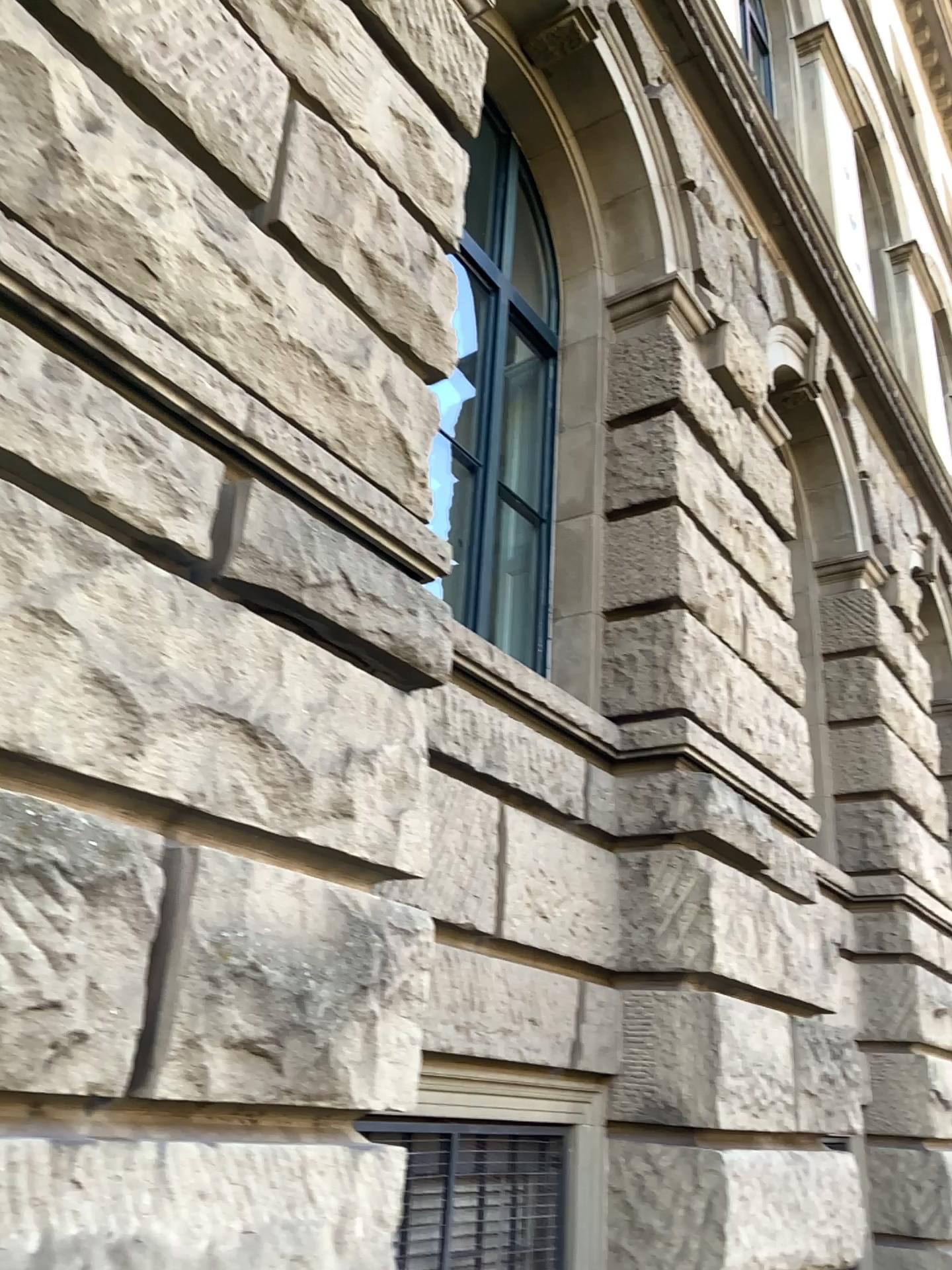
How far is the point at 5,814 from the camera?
1.7m

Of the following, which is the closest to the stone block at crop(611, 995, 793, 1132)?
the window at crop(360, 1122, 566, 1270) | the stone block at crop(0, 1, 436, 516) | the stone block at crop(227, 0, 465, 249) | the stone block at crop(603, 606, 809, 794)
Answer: the window at crop(360, 1122, 566, 1270)

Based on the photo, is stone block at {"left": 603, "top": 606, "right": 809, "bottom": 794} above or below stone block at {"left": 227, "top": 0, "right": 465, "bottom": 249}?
below

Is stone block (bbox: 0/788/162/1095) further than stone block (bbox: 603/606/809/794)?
No

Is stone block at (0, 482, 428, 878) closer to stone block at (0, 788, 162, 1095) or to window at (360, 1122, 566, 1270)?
stone block at (0, 788, 162, 1095)

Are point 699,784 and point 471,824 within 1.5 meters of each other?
yes

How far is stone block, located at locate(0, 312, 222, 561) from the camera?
1.90m

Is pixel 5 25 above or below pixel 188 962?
above

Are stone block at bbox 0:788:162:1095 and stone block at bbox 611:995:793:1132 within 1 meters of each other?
no

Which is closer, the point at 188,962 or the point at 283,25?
the point at 188,962
